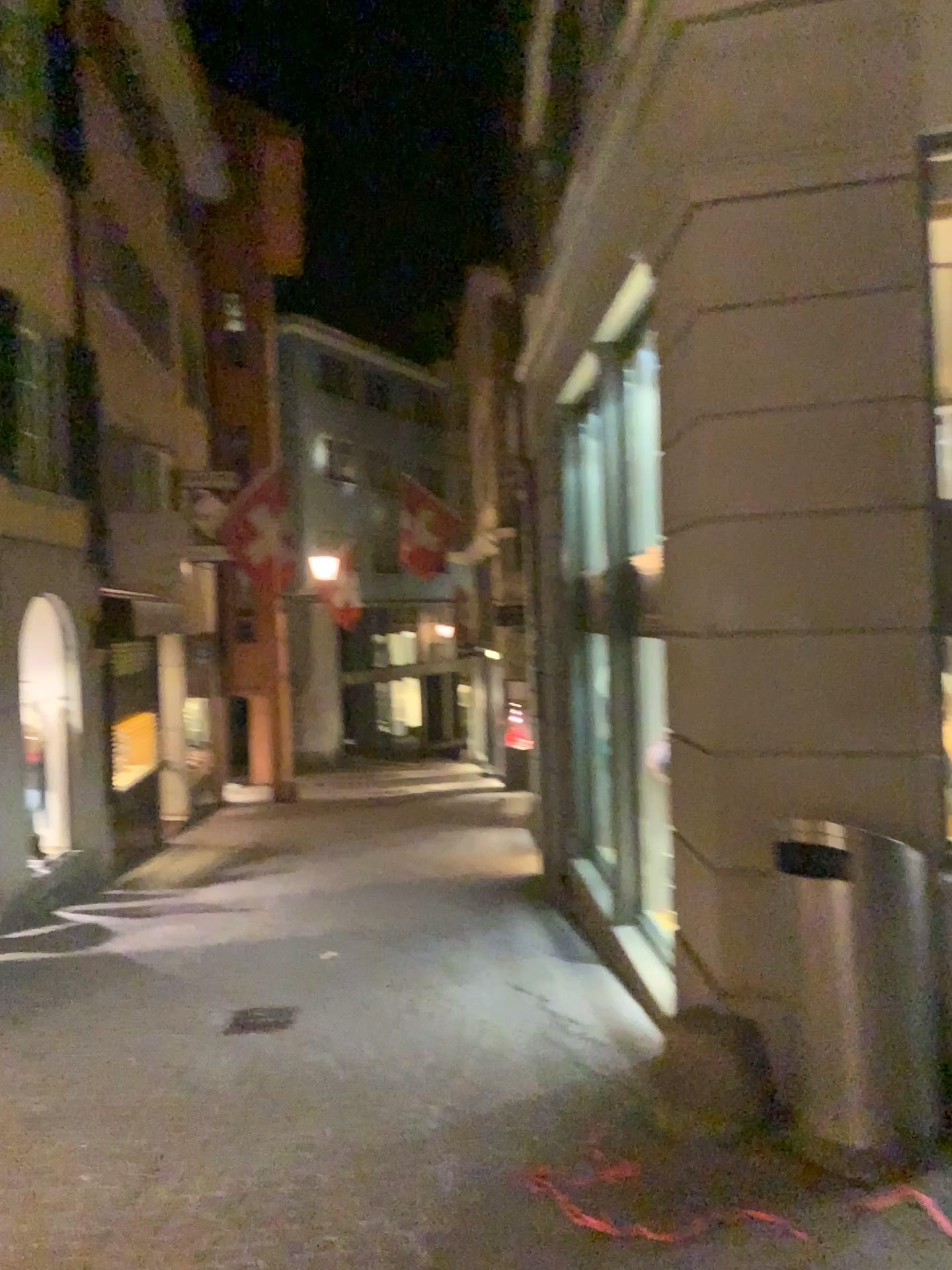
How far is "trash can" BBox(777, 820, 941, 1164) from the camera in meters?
3.5 m

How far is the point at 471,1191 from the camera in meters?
3.7 m

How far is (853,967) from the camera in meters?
3.5
